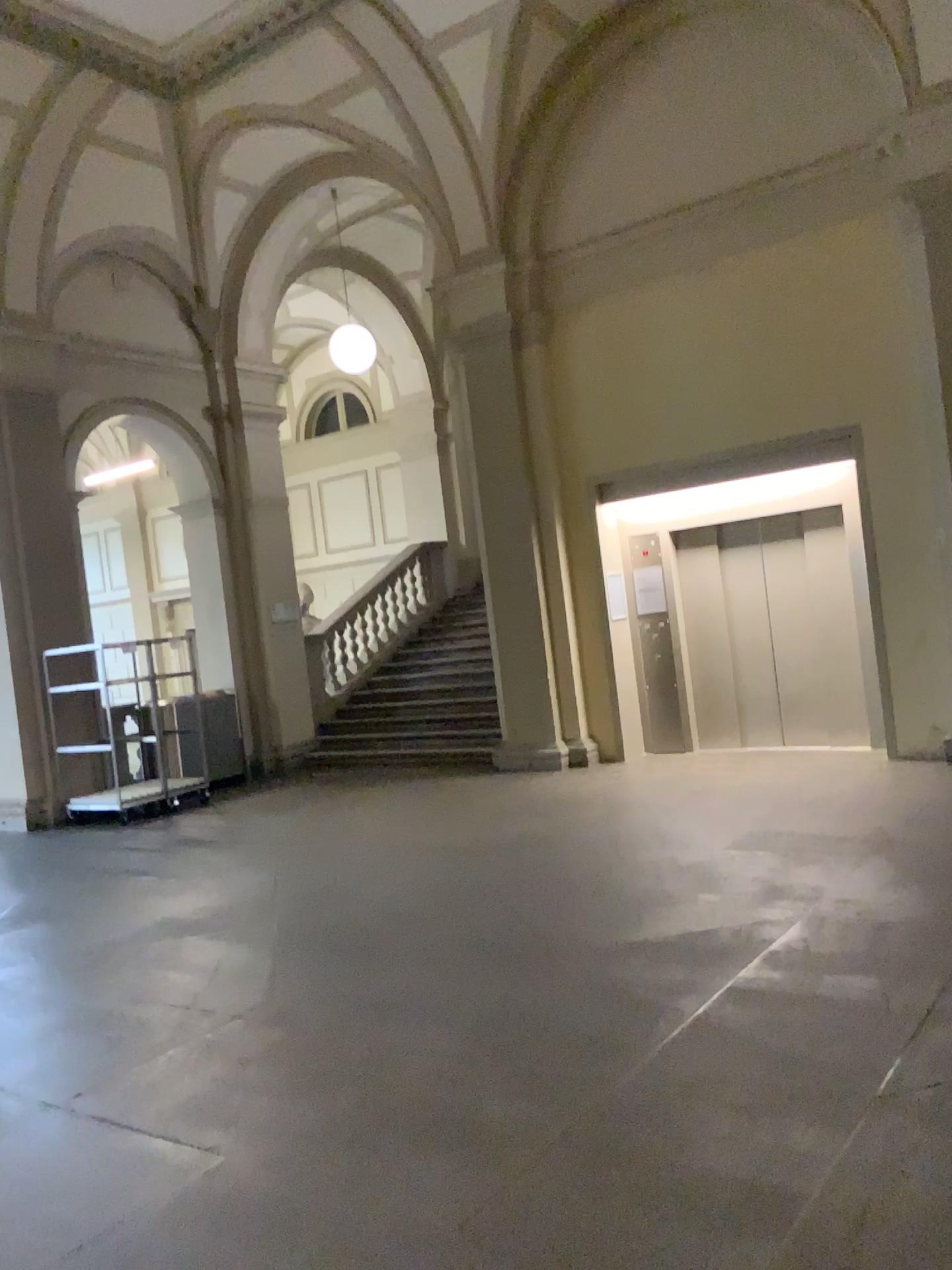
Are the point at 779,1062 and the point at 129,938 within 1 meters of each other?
no
